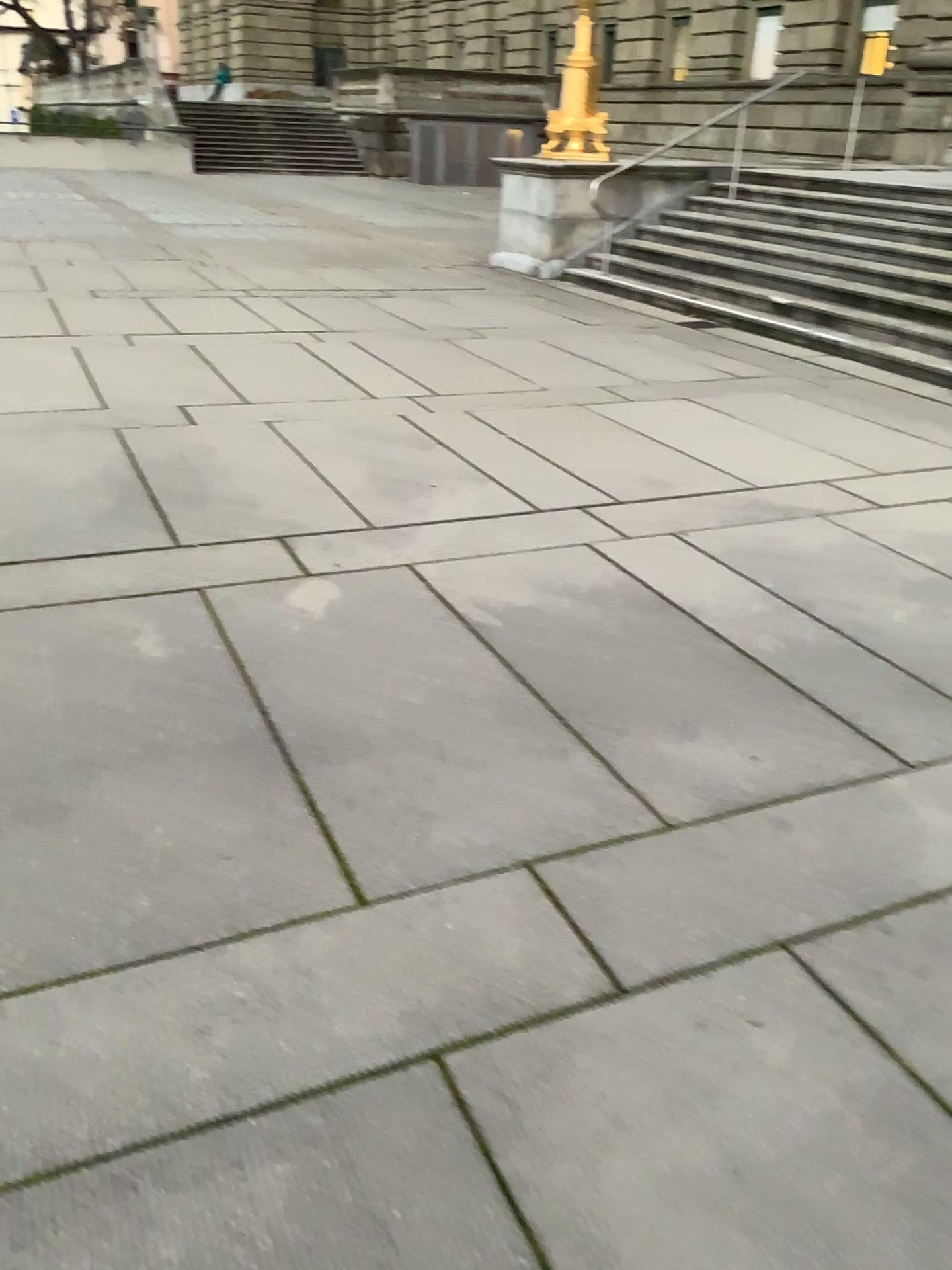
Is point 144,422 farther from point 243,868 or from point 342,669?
point 243,868
